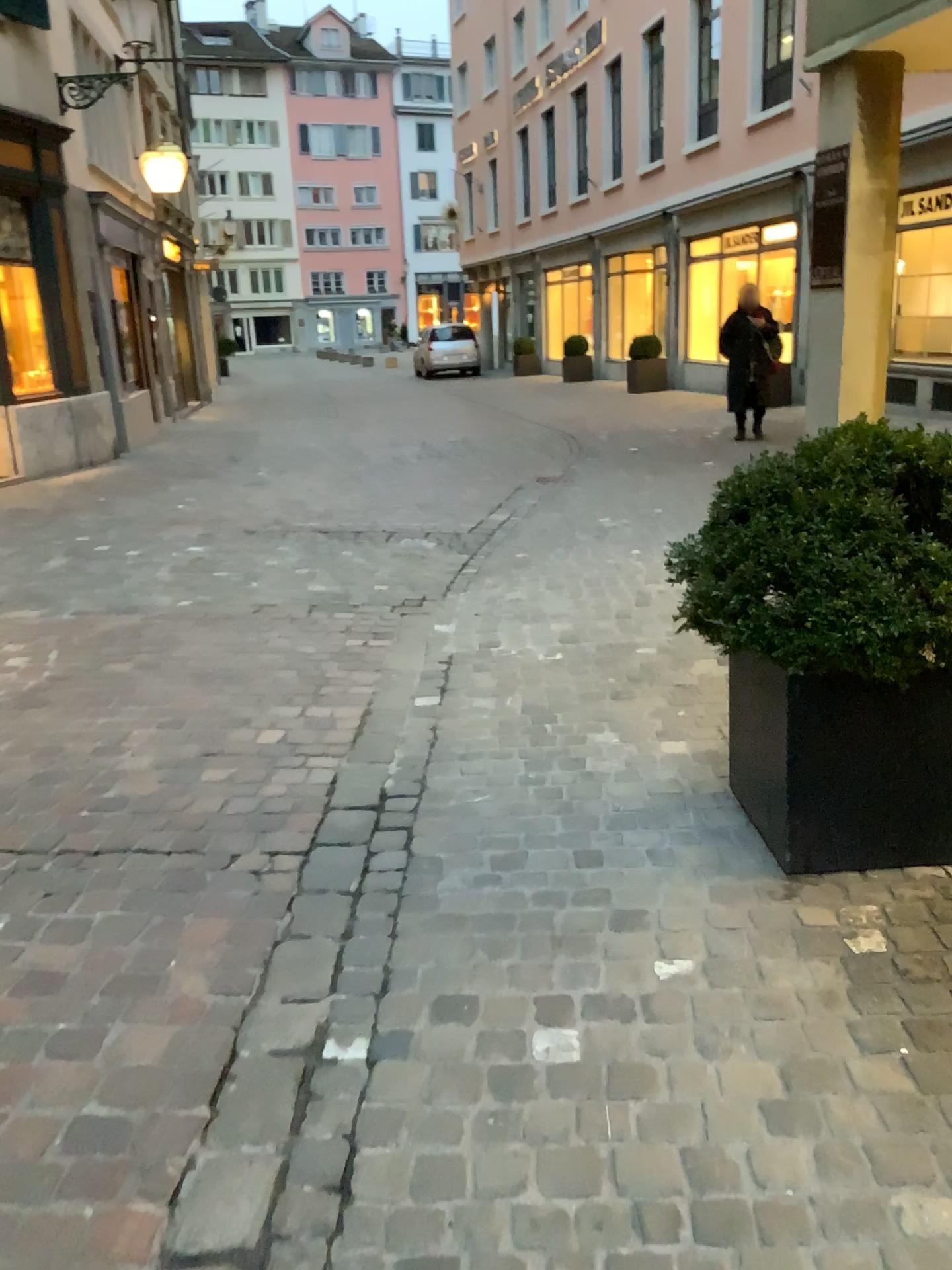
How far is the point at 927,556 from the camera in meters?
2.2

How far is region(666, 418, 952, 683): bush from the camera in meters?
2.2

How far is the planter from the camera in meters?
2.4 m

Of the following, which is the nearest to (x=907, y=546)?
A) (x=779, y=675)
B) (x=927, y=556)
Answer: (x=927, y=556)

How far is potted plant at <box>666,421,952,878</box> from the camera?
2.2 meters

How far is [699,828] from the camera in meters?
2.8

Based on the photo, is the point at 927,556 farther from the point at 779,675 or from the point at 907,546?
the point at 779,675
